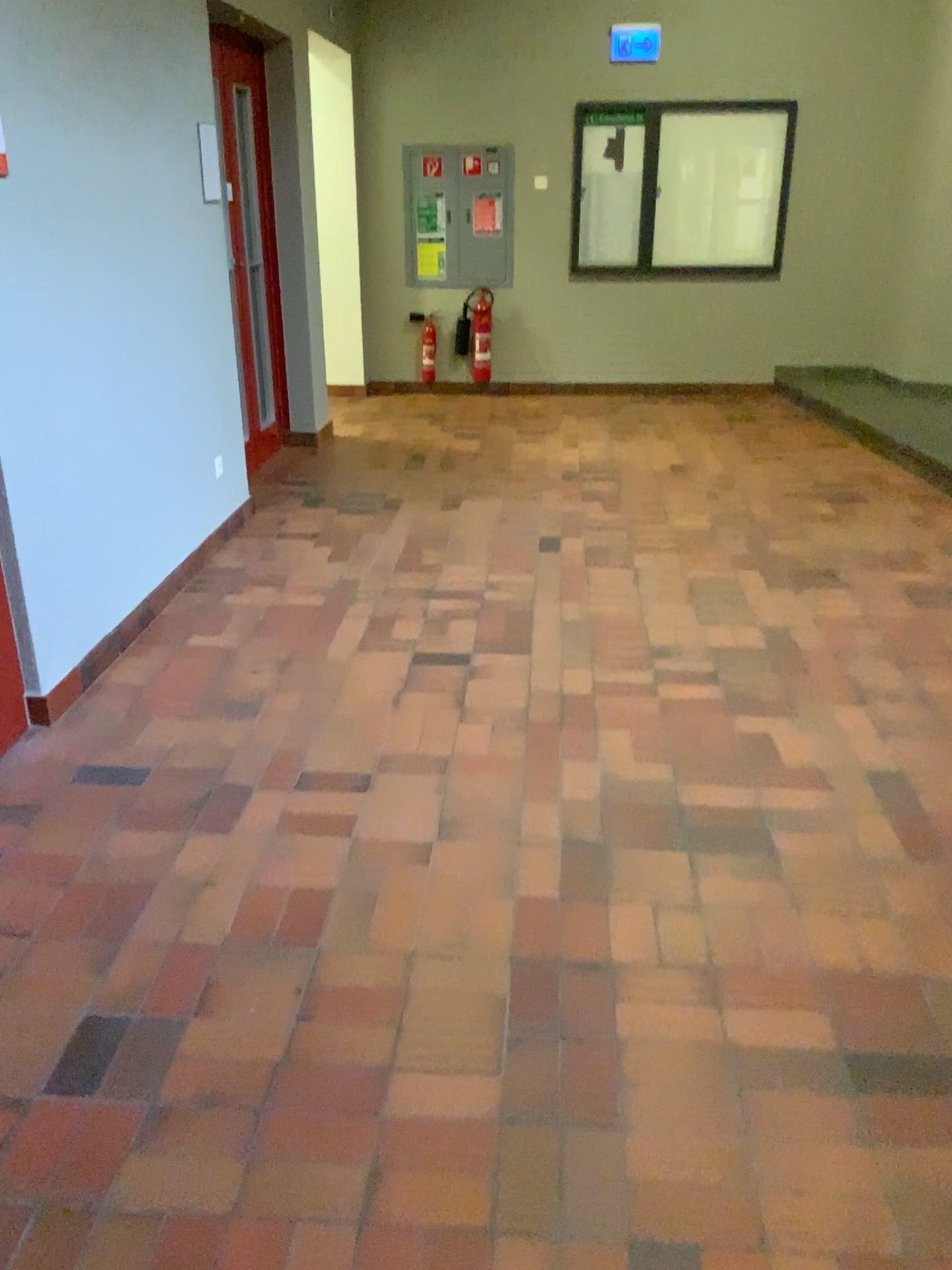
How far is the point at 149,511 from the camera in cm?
386
